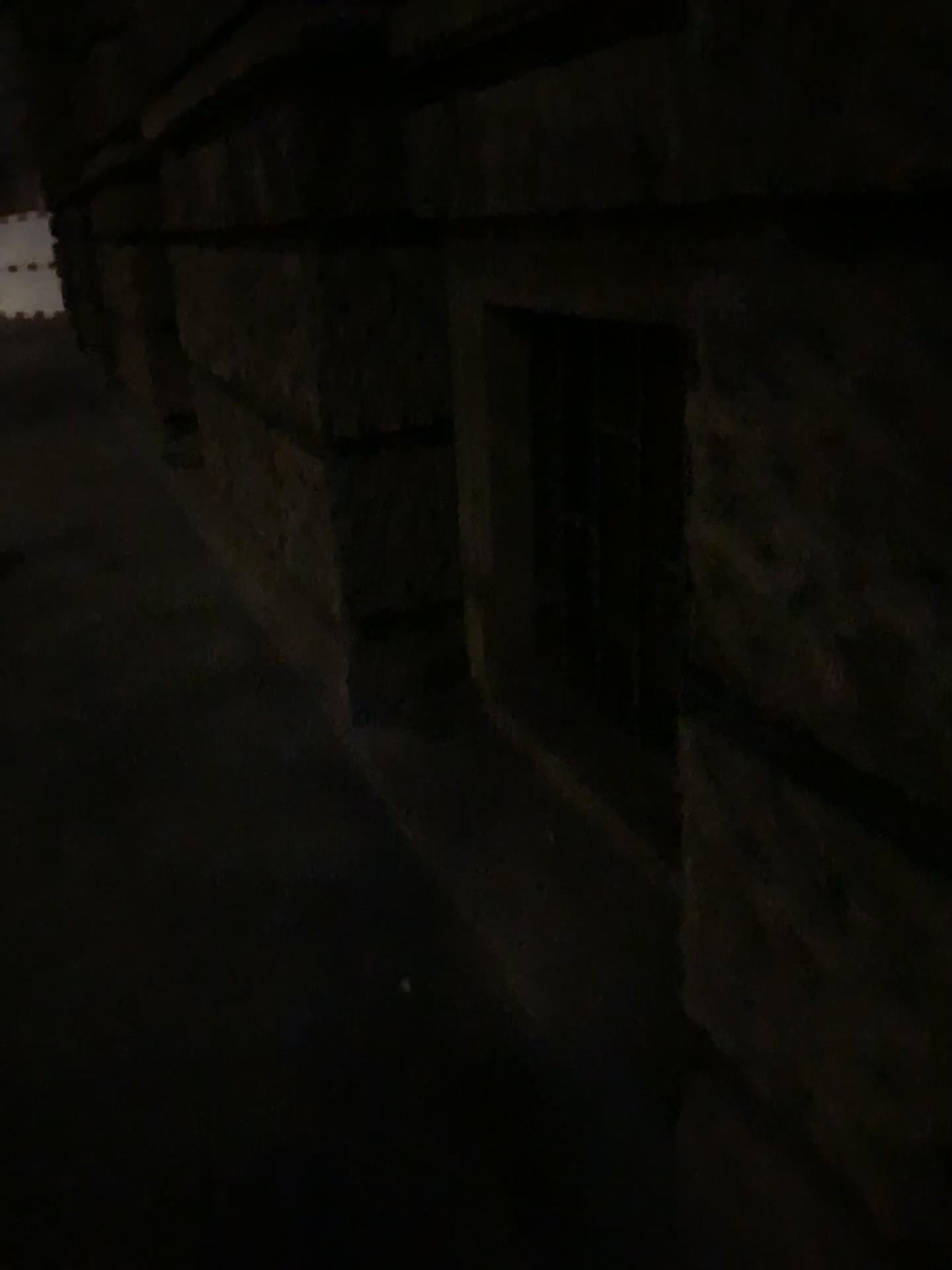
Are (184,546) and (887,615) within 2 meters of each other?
no
